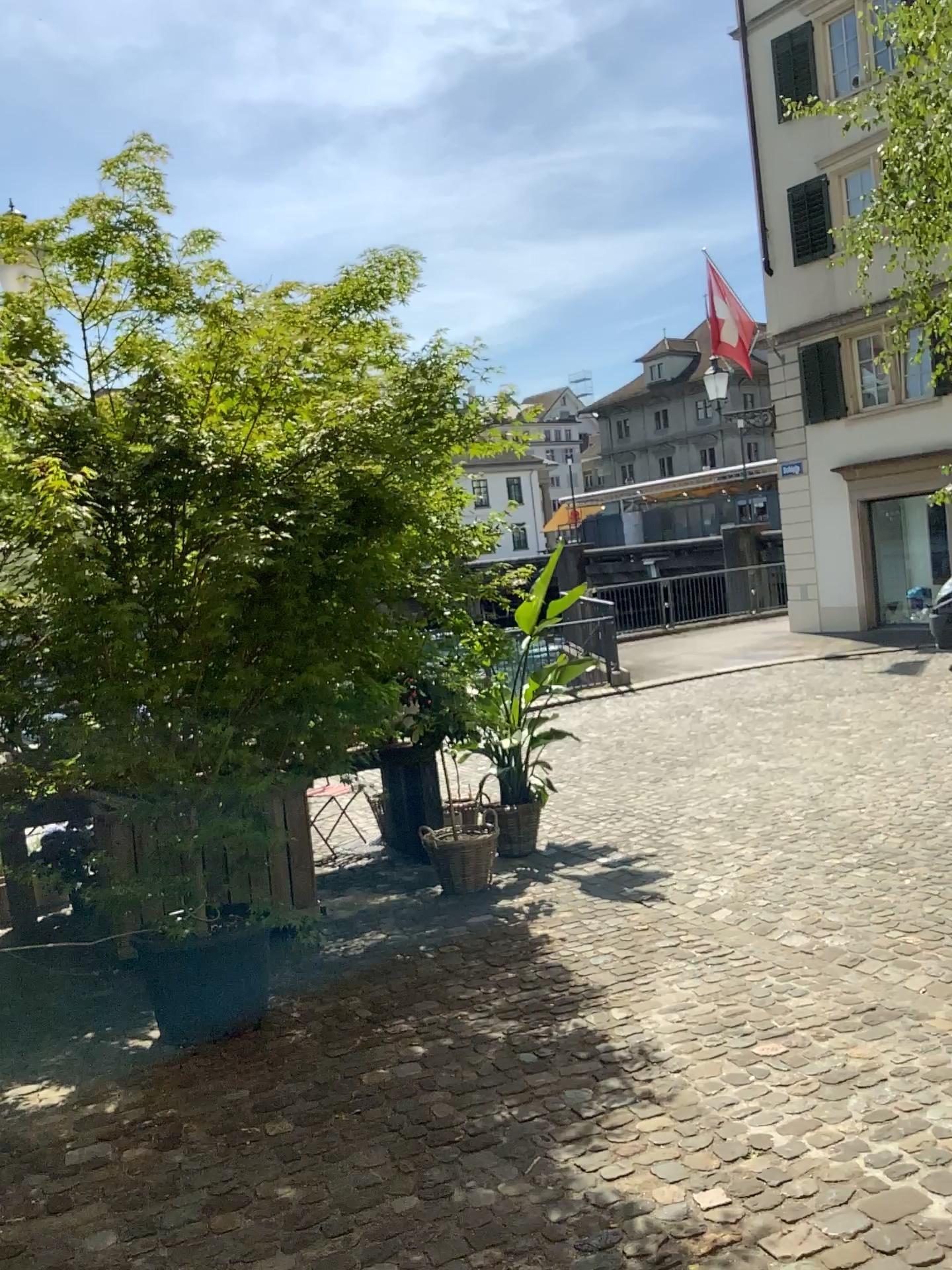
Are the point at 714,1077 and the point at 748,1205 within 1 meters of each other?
yes
